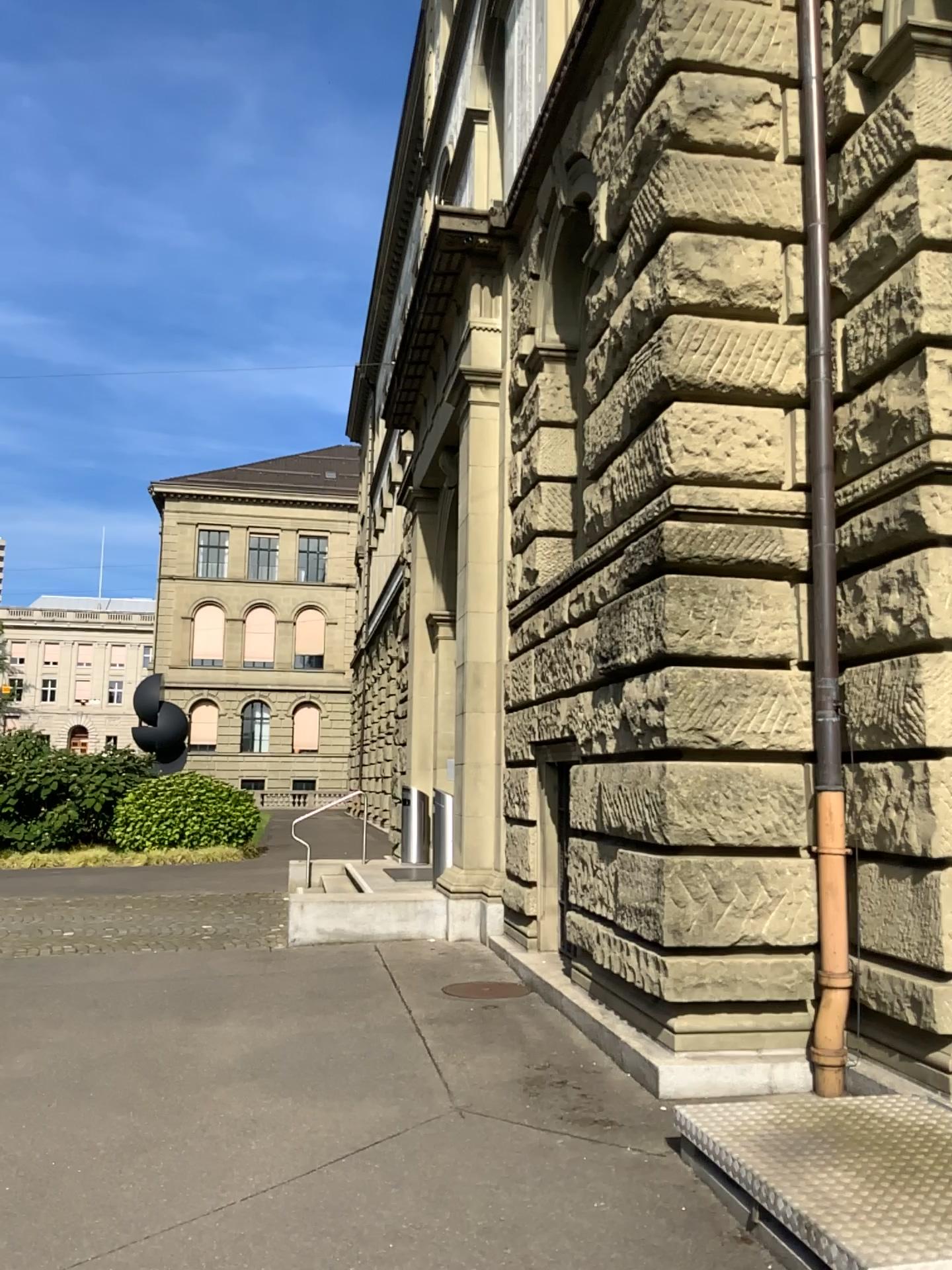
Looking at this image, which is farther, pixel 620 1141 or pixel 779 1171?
pixel 620 1141
